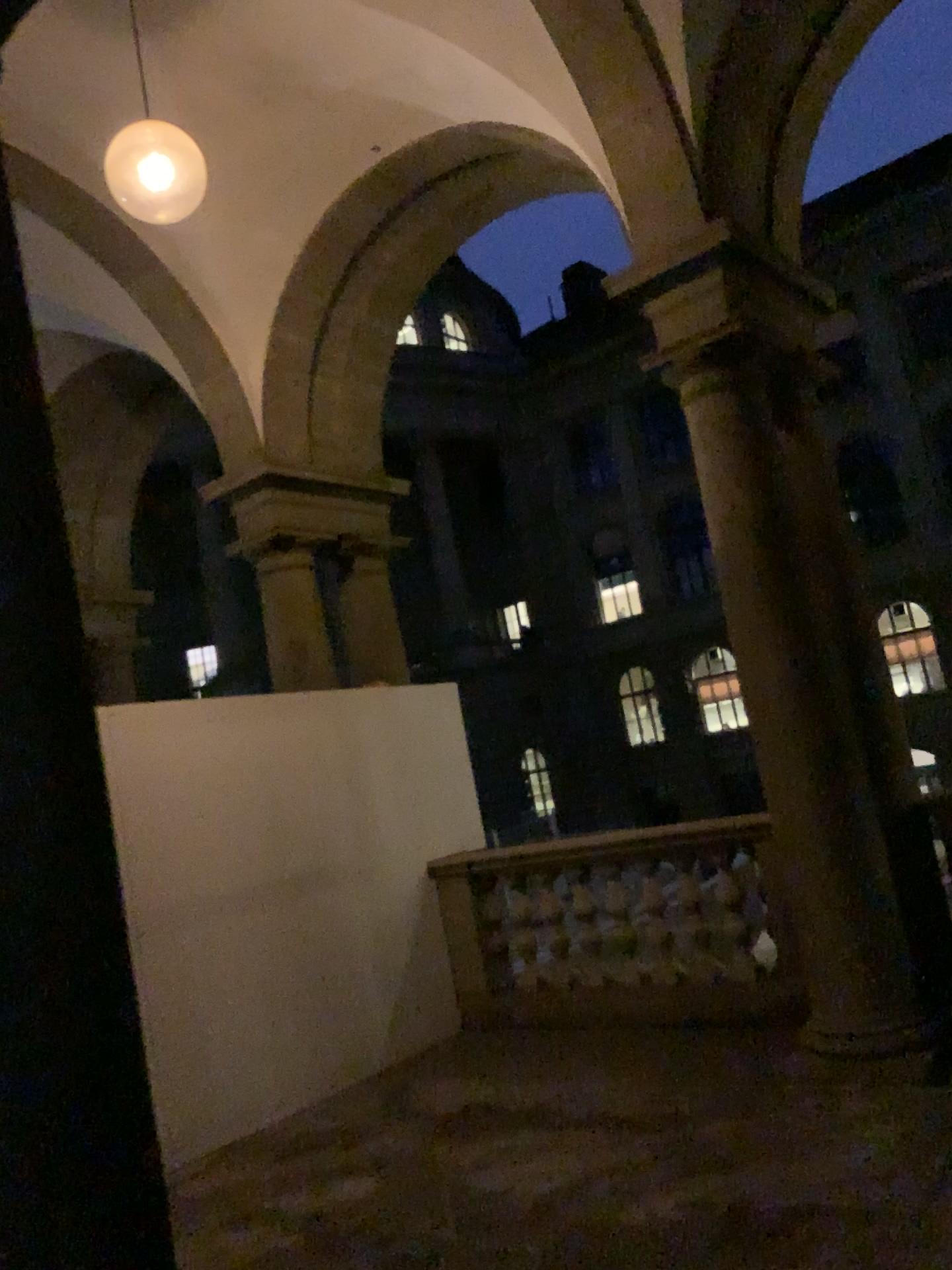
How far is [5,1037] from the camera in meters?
1.5 m

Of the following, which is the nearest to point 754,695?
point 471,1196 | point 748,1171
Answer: point 748,1171

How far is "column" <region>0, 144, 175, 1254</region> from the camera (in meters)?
1.52

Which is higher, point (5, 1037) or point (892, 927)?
point (5, 1037)

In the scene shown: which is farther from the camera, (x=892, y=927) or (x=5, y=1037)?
(x=892, y=927)

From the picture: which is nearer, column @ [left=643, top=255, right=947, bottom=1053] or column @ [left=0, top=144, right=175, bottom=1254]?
column @ [left=0, top=144, right=175, bottom=1254]
